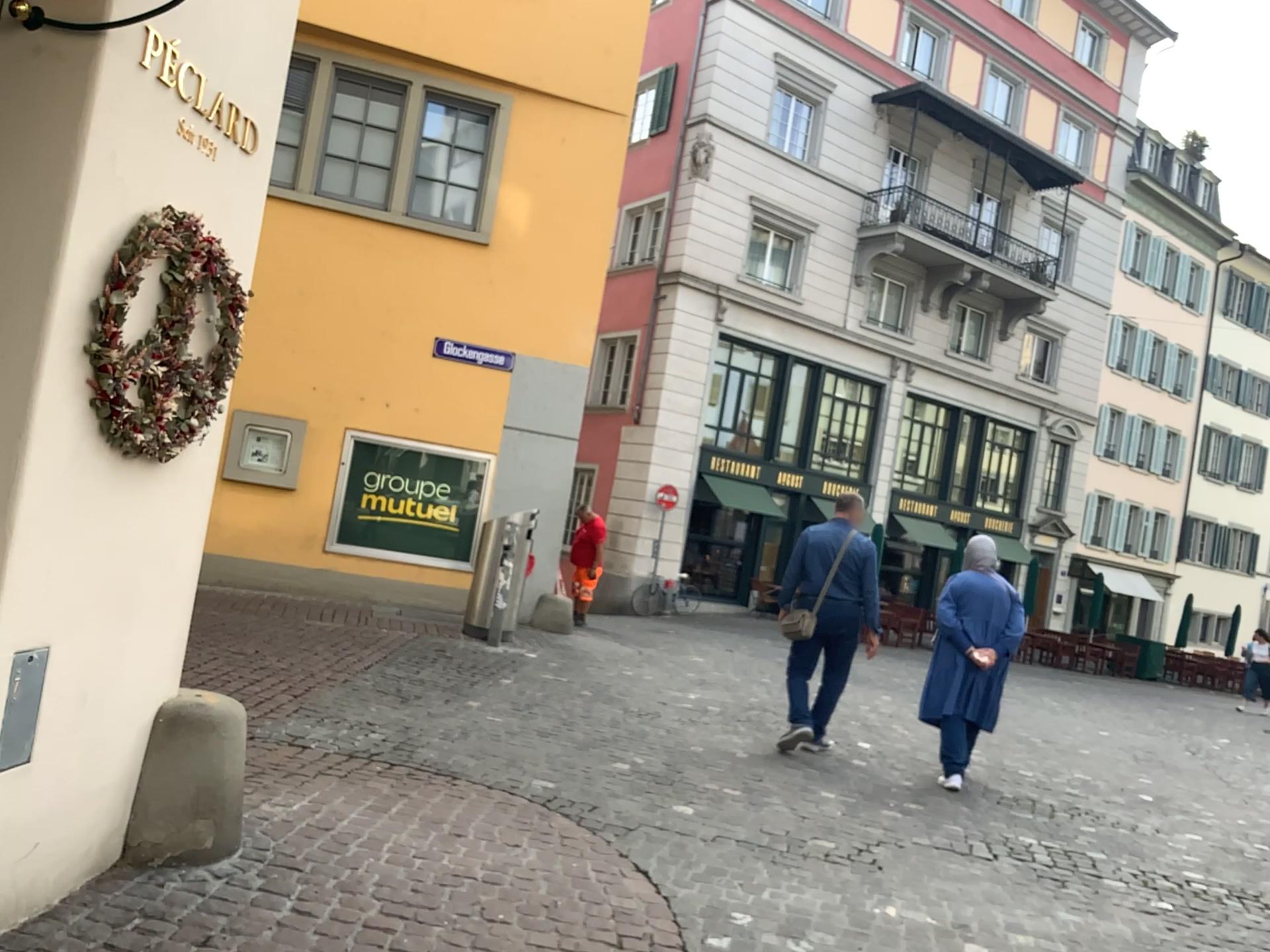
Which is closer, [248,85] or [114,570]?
[114,570]
